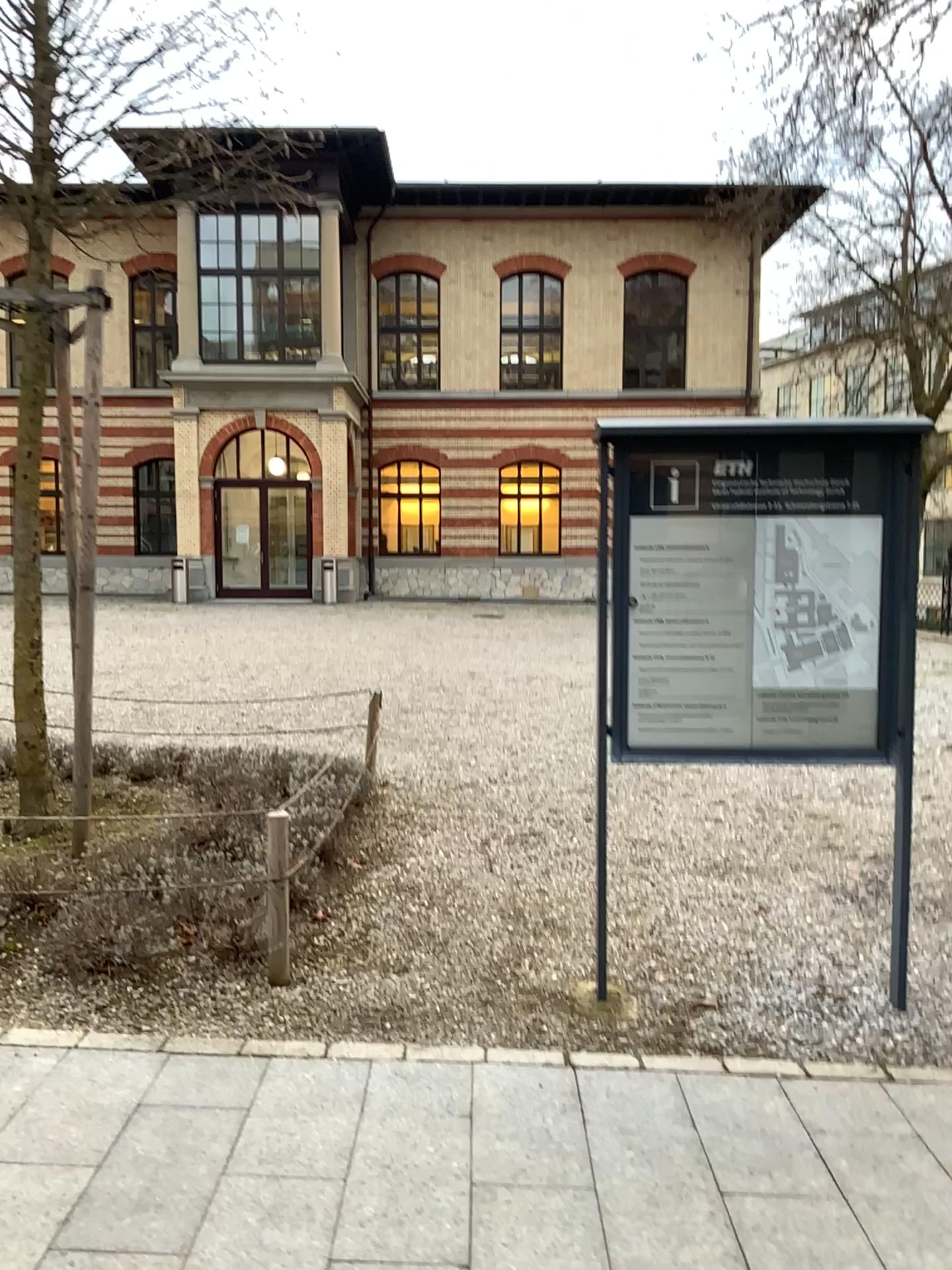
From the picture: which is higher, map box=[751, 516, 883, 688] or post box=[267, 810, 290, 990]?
map box=[751, 516, 883, 688]

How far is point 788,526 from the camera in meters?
3.6

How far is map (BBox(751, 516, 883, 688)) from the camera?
3.56m

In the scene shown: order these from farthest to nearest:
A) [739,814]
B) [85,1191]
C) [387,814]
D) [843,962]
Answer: [739,814] → [387,814] → [843,962] → [85,1191]

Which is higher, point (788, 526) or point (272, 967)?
point (788, 526)
